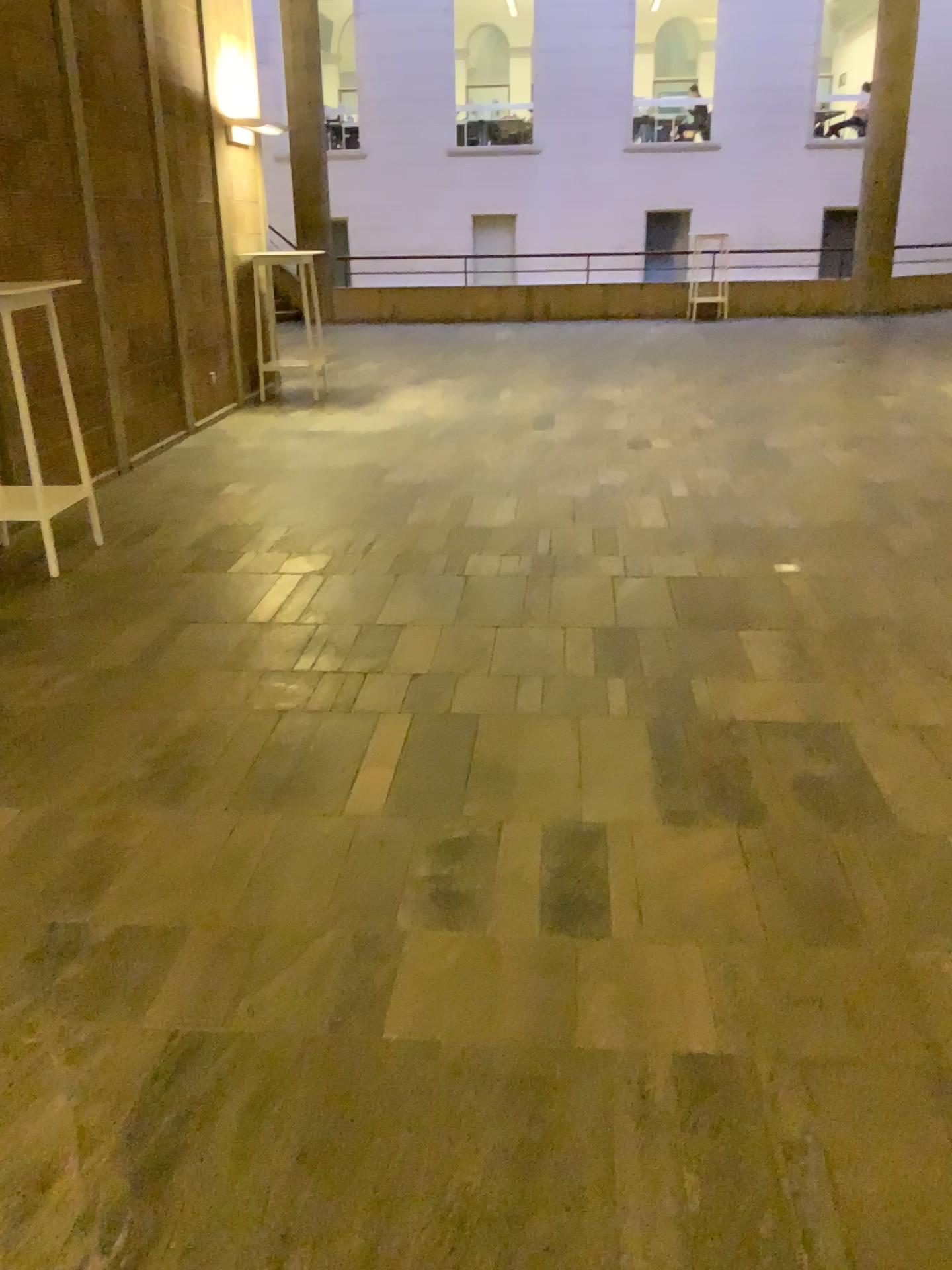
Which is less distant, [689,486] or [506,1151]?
[506,1151]
